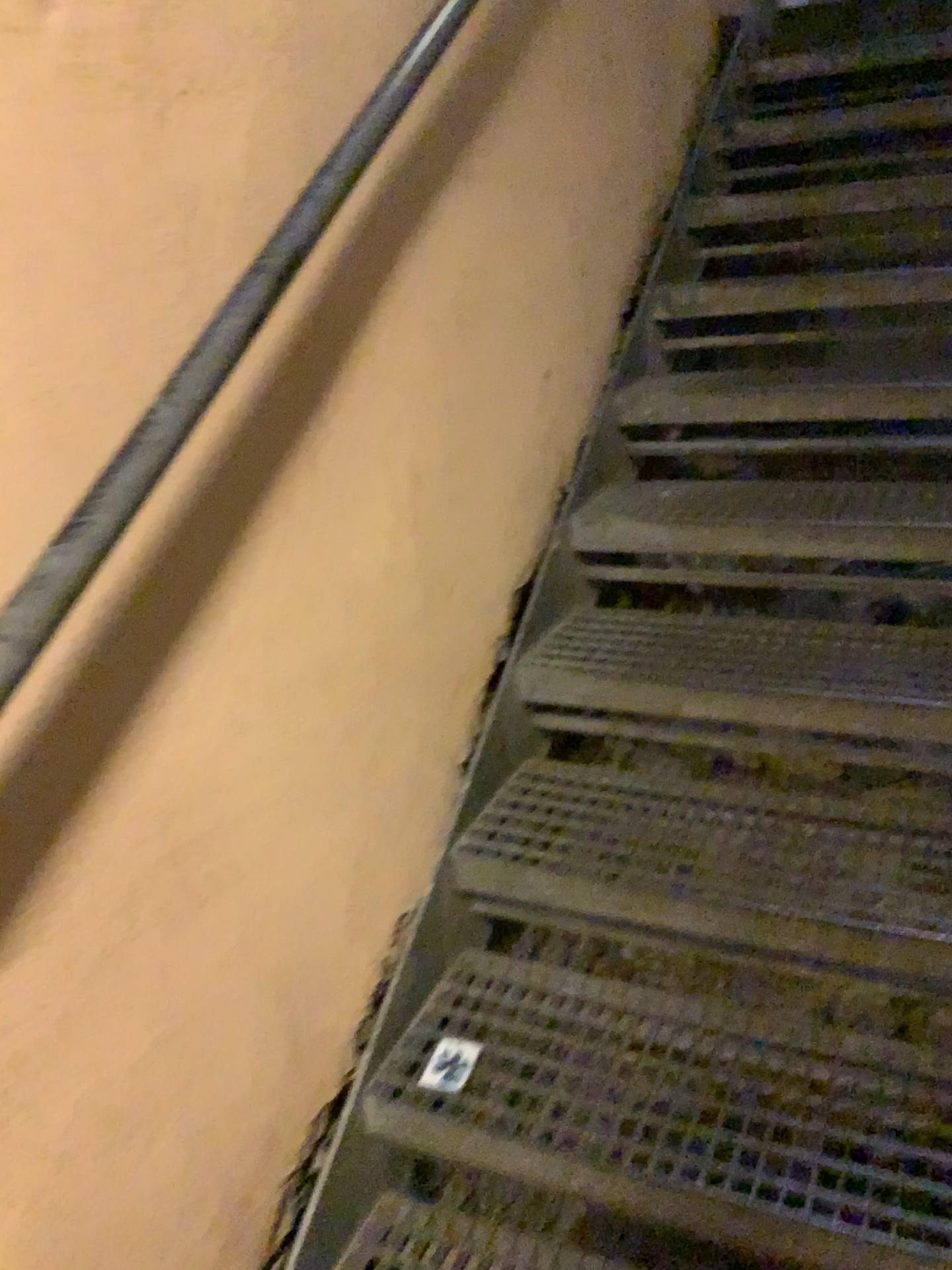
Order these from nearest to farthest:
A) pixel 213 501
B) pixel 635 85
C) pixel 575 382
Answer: pixel 213 501, pixel 575 382, pixel 635 85
